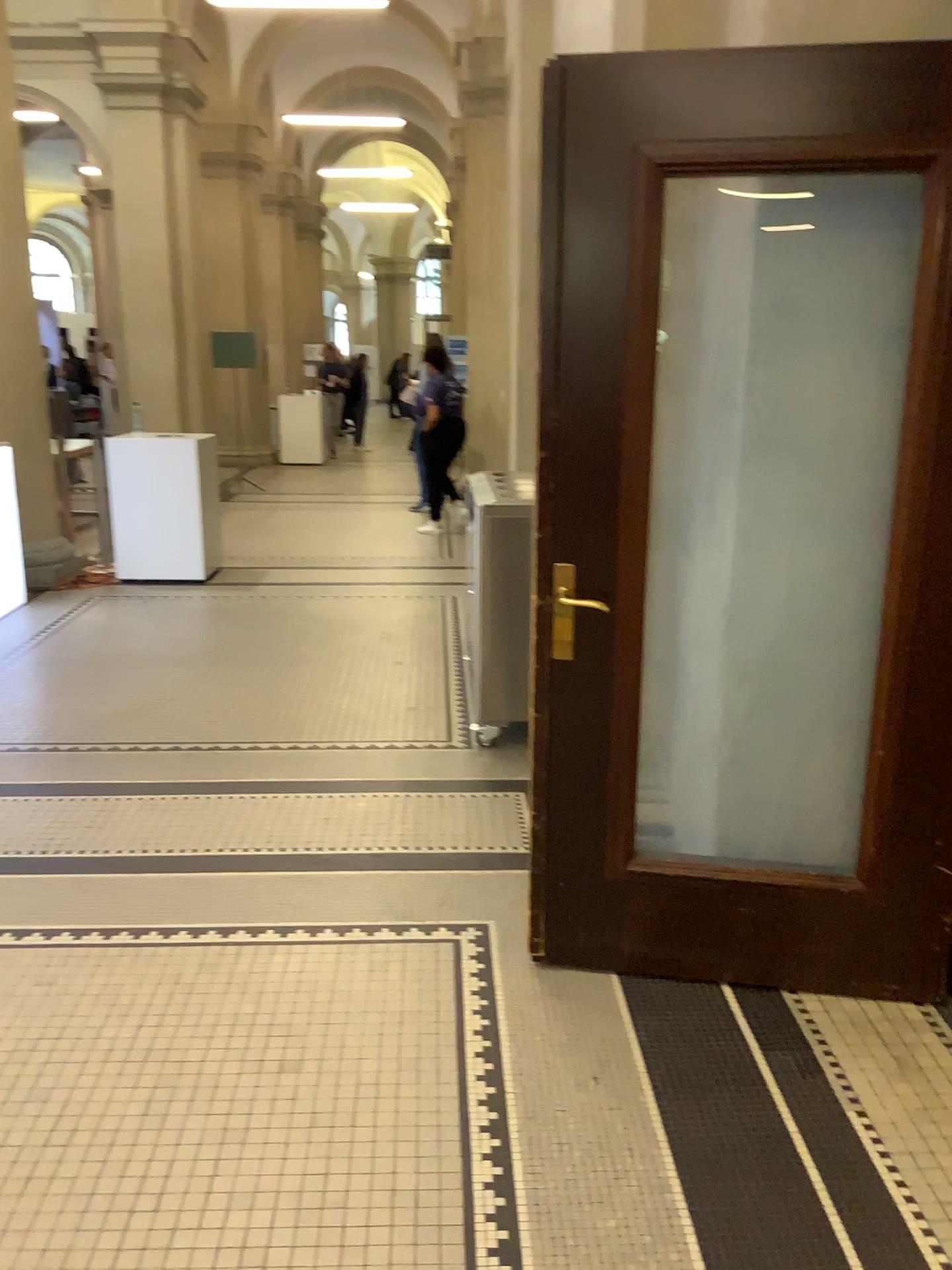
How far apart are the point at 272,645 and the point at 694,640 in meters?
3.3 m
